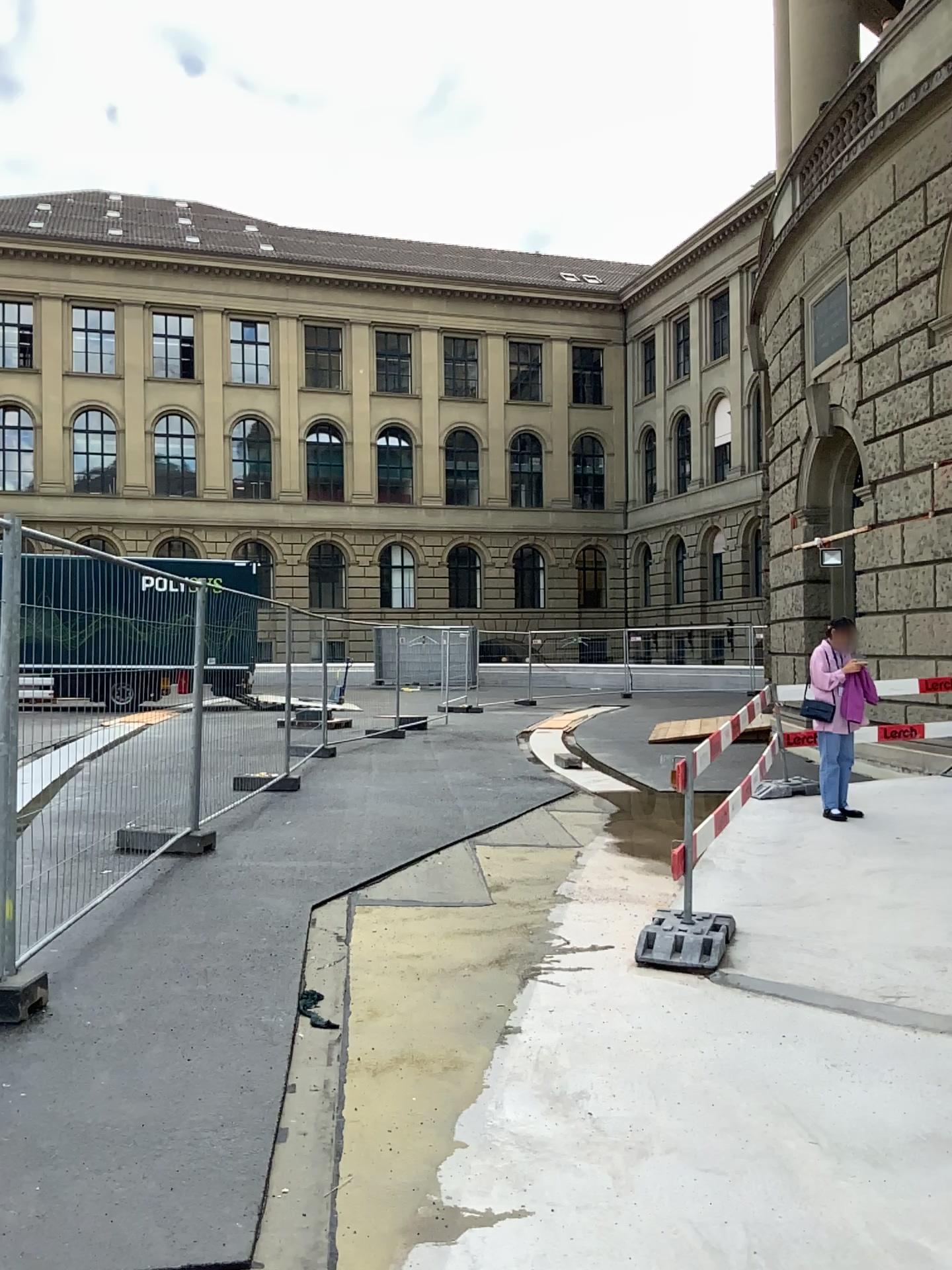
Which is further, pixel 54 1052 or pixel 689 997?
pixel 689 997
